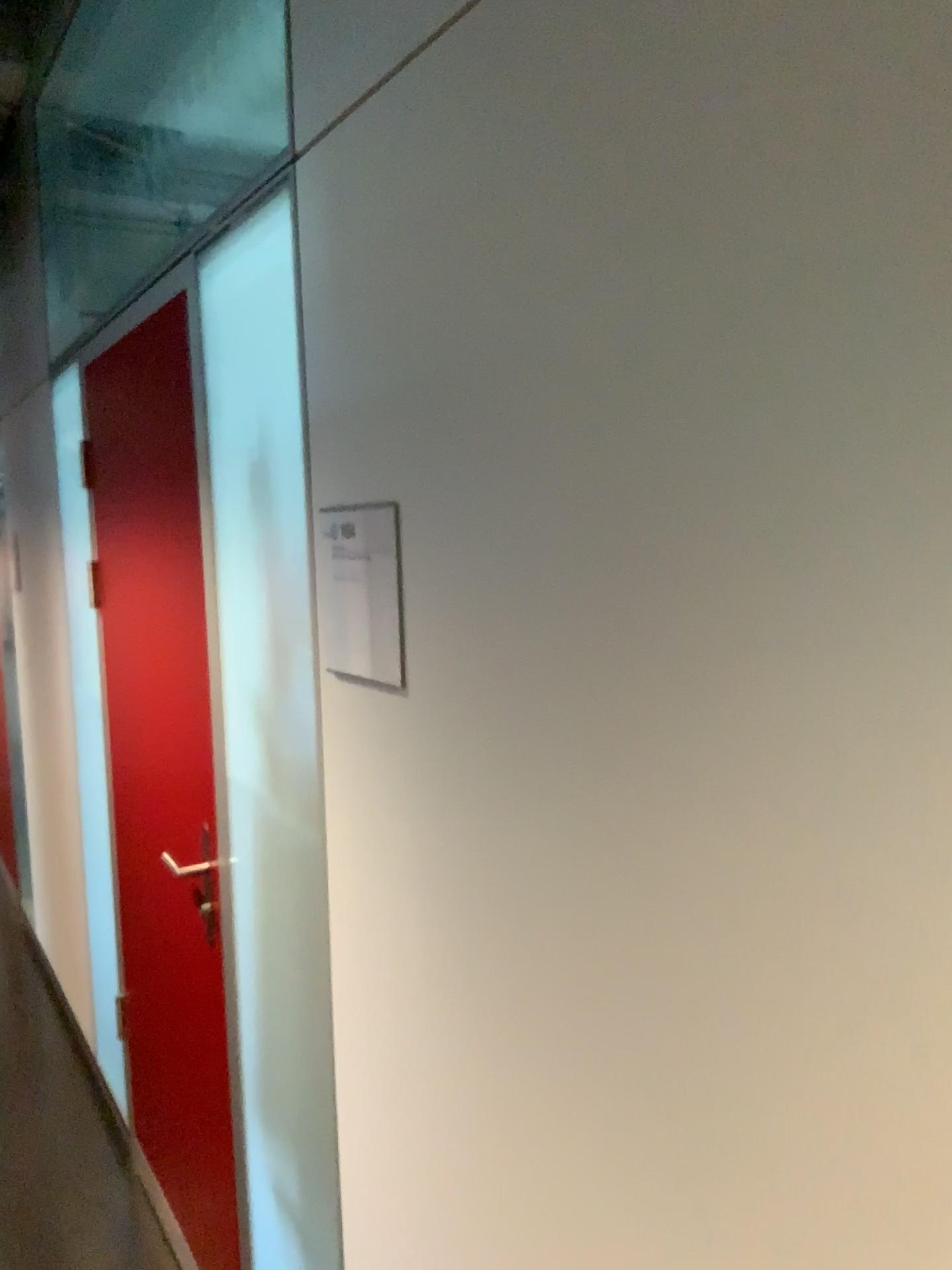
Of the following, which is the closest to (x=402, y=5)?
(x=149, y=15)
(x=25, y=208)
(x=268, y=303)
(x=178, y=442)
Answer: (x=268, y=303)

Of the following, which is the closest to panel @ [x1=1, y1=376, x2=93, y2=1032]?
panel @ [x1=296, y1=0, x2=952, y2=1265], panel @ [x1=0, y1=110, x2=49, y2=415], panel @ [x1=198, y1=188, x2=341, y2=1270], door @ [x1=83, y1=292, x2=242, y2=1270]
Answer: panel @ [x1=0, y1=110, x2=49, y2=415]

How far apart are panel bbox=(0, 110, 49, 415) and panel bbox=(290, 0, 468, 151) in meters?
2.5 m

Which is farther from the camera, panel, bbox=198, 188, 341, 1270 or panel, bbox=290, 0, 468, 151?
panel, bbox=198, 188, 341, 1270

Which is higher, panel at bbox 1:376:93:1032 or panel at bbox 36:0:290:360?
panel at bbox 36:0:290:360

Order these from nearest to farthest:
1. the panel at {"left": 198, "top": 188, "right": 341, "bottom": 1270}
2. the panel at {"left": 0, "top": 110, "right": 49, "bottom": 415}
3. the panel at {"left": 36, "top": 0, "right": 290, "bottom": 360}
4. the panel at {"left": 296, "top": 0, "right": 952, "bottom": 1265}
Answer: the panel at {"left": 296, "top": 0, "right": 952, "bottom": 1265}
the panel at {"left": 198, "top": 188, "right": 341, "bottom": 1270}
the panel at {"left": 36, "top": 0, "right": 290, "bottom": 360}
the panel at {"left": 0, "top": 110, "right": 49, "bottom": 415}

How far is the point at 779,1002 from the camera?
0.7m

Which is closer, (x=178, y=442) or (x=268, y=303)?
(x=268, y=303)

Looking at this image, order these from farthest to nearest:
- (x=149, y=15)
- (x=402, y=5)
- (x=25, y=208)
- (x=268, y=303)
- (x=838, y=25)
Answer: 1. (x=25, y=208)
2. (x=149, y=15)
3. (x=268, y=303)
4. (x=402, y=5)
5. (x=838, y=25)

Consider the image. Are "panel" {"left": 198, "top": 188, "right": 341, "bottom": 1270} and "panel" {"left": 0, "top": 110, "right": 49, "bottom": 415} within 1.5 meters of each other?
no
